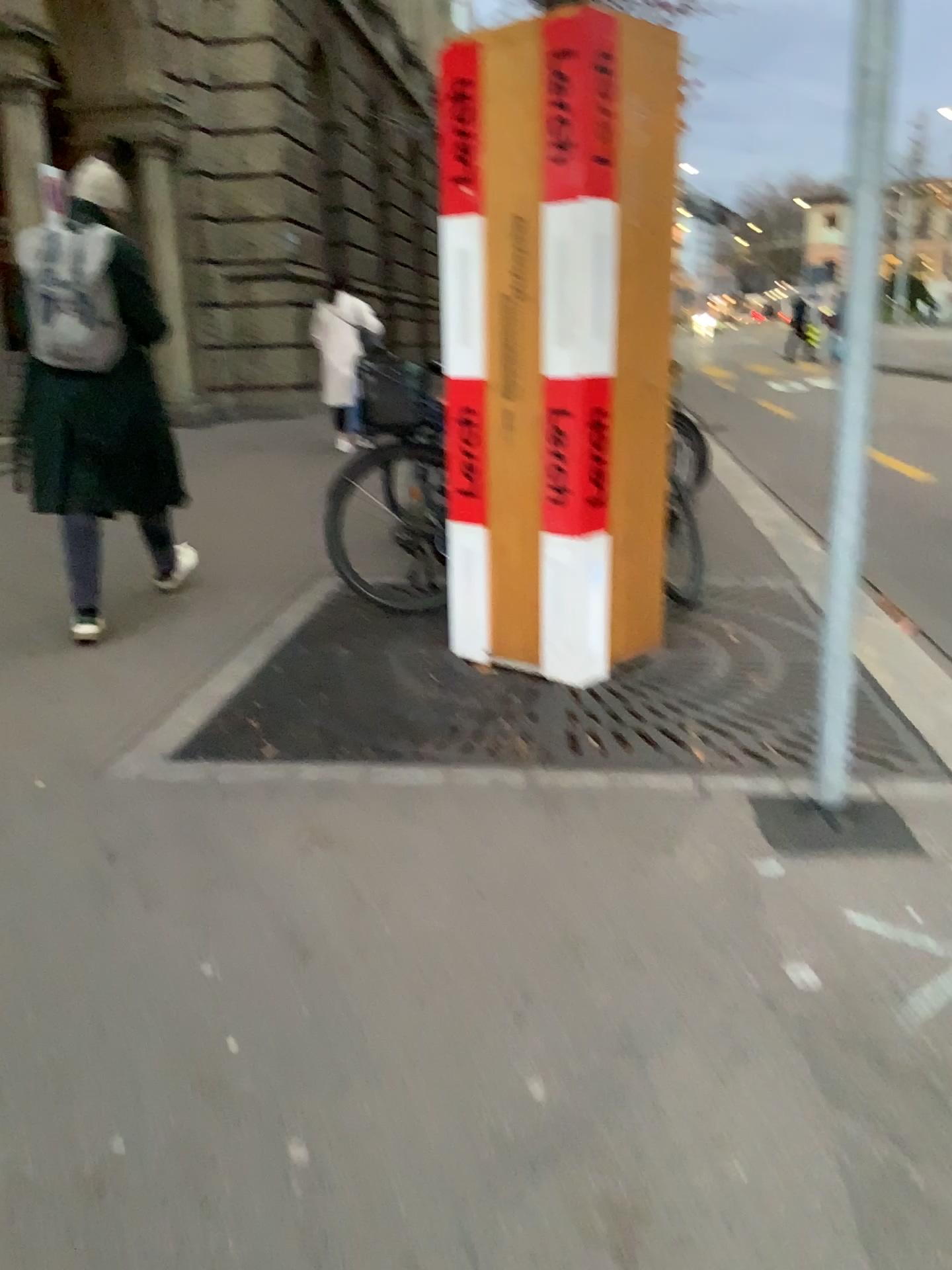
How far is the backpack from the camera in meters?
3.8

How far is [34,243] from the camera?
3.8m

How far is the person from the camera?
3.8 meters

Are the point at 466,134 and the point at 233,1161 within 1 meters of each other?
no

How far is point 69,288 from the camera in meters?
3.8 m
